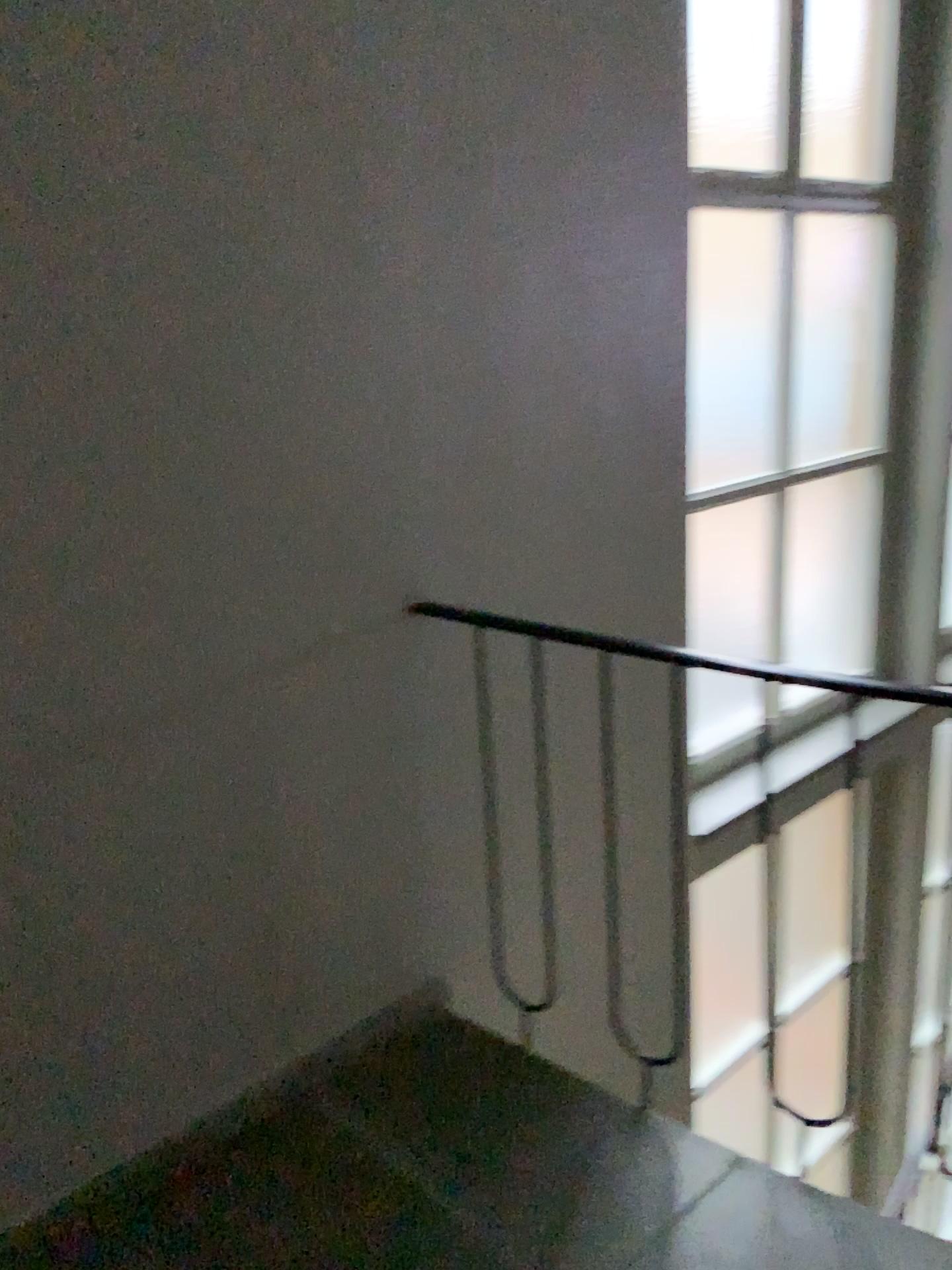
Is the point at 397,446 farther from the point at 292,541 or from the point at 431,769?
the point at 431,769

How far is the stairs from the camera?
1.69m

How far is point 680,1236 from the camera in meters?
1.7
